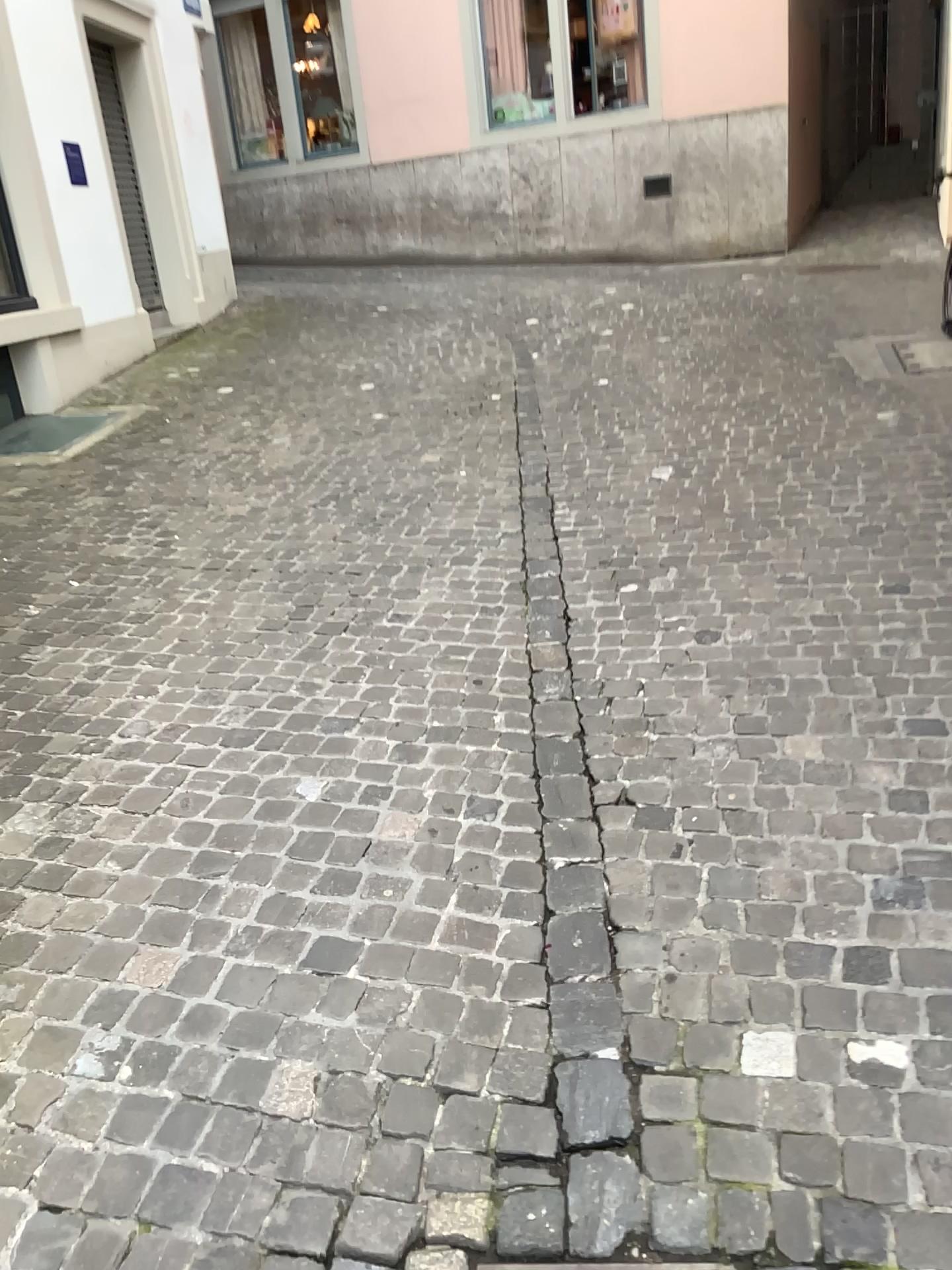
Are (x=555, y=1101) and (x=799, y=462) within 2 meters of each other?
no
